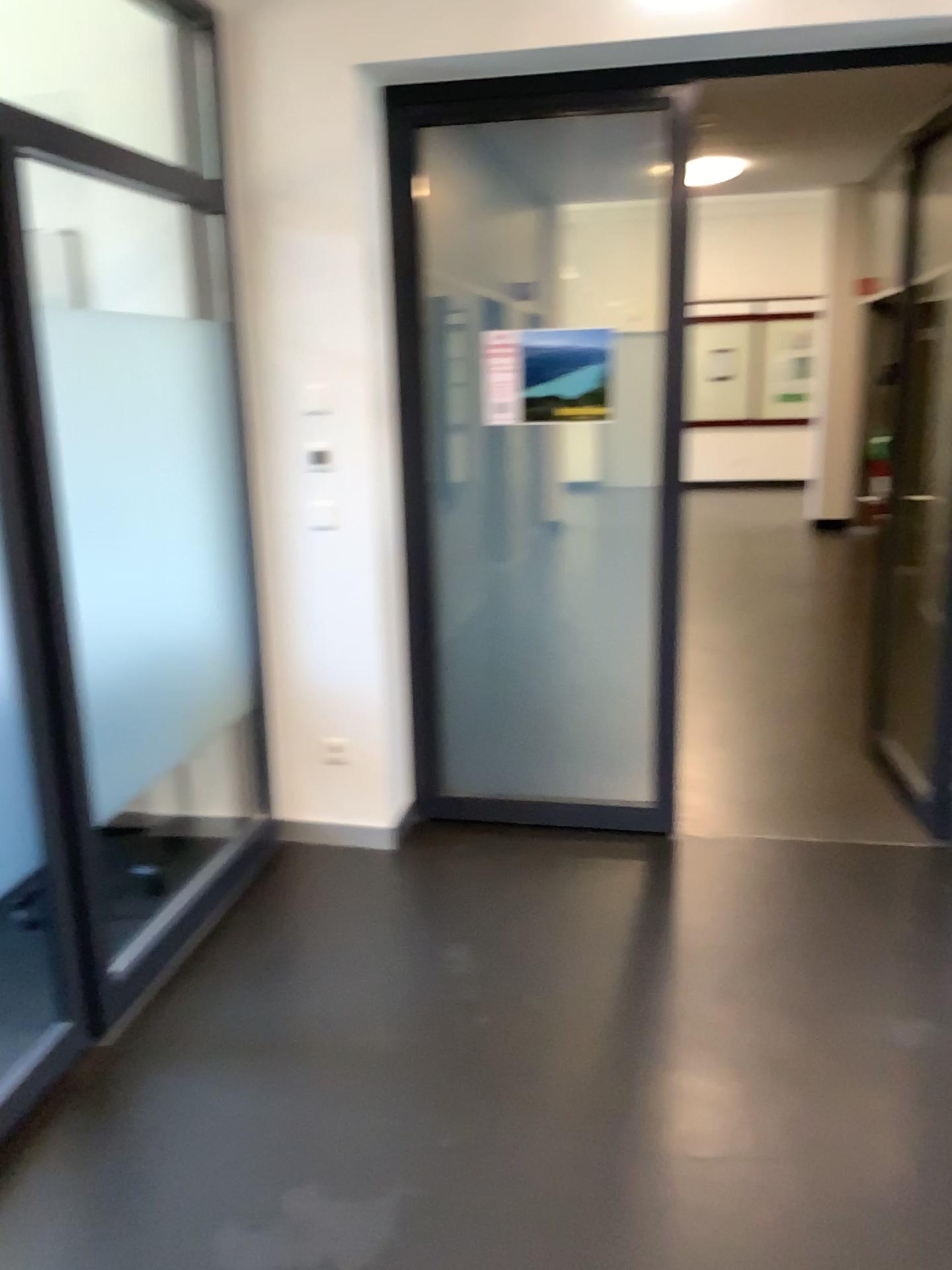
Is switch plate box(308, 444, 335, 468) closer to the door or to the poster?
the door

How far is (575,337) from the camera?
3.4m

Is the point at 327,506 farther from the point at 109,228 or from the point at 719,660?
the point at 719,660

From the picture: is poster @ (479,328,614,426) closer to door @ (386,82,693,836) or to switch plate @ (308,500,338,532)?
door @ (386,82,693,836)

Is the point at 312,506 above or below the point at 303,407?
below

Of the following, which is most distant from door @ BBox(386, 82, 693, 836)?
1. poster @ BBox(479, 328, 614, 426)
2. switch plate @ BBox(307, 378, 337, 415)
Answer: switch plate @ BBox(307, 378, 337, 415)

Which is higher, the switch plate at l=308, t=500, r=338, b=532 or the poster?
the poster

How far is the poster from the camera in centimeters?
341cm

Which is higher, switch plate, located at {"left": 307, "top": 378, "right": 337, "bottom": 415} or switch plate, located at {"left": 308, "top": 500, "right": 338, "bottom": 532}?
switch plate, located at {"left": 307, "top": 378, "right": 337, "bottom": 415}

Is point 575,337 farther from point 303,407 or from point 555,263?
point 303,407
